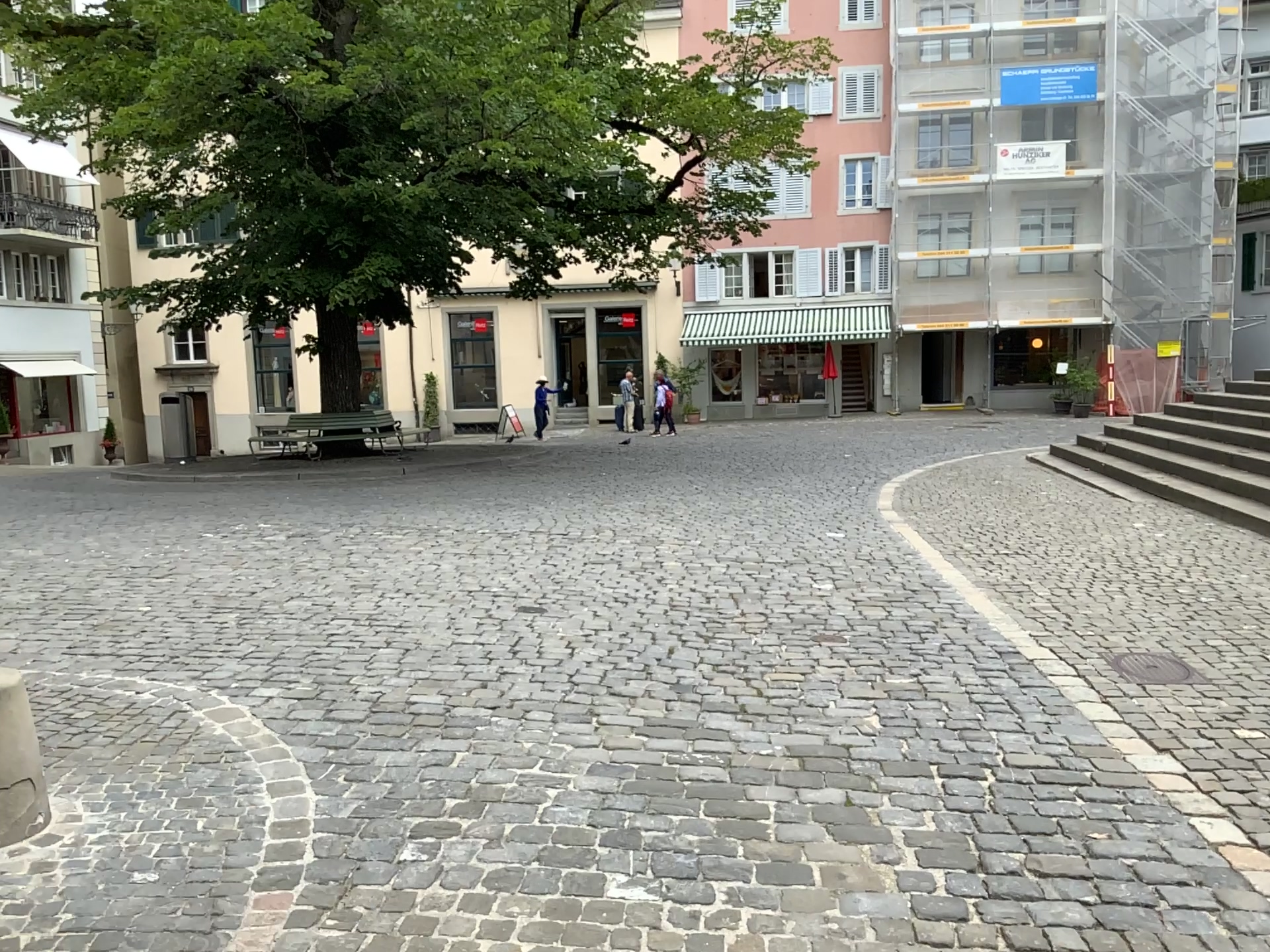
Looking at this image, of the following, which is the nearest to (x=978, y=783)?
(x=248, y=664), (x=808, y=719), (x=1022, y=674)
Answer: (x=808, y=719)
